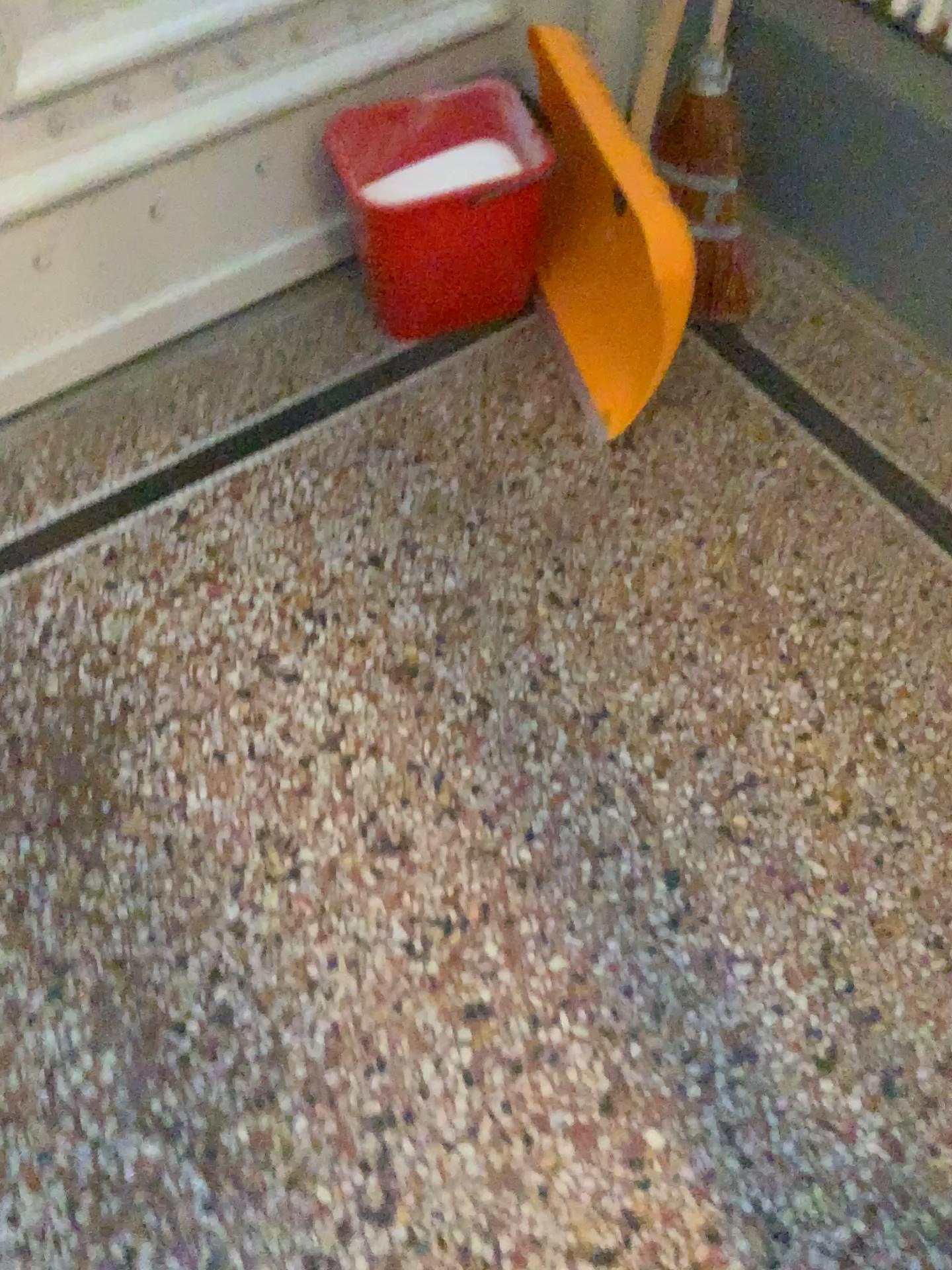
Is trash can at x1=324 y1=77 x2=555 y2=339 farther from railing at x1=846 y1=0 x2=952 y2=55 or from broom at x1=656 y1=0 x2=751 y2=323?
railing at x1=846 y1=0 x2=952 y2=55

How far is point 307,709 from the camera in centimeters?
133cm

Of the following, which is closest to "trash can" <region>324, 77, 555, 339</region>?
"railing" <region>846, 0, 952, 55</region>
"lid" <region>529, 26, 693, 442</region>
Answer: "lid" <region>529, 26, 693, 442</region>

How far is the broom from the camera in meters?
1.5

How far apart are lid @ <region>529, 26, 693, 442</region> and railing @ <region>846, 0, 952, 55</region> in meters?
0.4 m

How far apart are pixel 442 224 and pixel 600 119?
0.3 meters

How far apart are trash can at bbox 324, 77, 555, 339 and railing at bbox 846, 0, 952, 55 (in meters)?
0.48

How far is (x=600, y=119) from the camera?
1.4 meters

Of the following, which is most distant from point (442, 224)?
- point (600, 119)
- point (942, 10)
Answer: point (942, 10)
